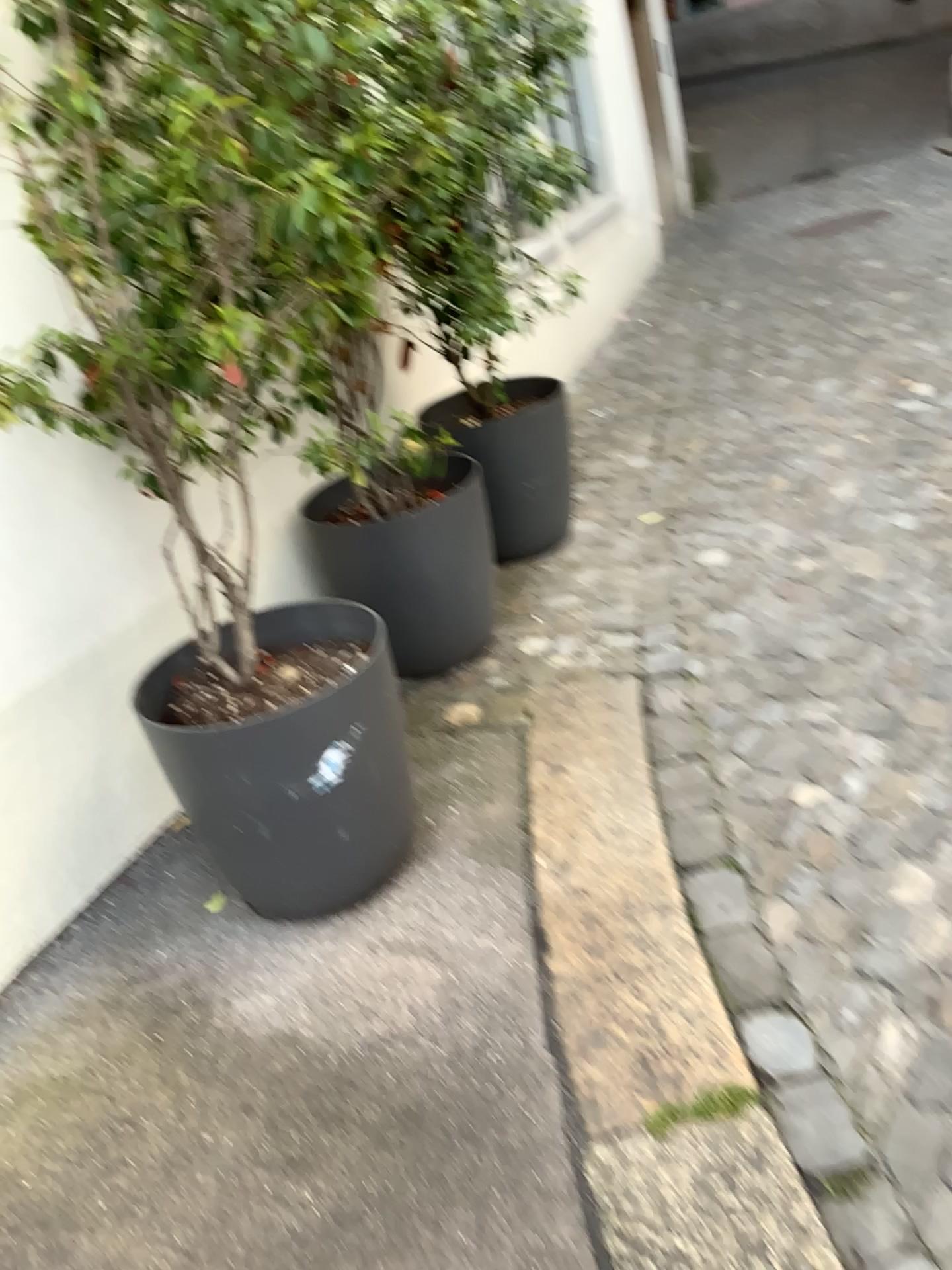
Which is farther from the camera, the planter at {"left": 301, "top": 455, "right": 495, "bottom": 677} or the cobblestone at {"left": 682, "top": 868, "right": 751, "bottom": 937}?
the planter at {"left": 301, "top": 455, "right": 495, "bottom": 677}

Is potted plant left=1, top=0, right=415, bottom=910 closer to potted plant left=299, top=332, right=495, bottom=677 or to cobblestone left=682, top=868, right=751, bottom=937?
potted plant left=299, top=332, right=495, bottom=677

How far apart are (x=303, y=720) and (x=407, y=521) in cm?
A: 99

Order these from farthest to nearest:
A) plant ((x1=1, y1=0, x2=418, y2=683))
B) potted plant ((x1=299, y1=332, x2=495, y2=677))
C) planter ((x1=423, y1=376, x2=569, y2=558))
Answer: planter ((x1=423, y1=376, x2=569, y2=558)), potted plant ((x1=299, y1=332, x2=495, y2=677)), plant ((x1=1, y1=0, x2=418, y2=683))

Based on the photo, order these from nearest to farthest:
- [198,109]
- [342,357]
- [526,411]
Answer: [198,109], [342,357], [526,411]

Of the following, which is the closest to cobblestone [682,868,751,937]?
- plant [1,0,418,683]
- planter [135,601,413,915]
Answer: planter [135,601,413,915]

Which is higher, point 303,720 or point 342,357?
point 342,357

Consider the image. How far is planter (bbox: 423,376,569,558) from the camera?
3.6 meters

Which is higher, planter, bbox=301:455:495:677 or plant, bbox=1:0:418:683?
plant, bbox=1:0:418:683

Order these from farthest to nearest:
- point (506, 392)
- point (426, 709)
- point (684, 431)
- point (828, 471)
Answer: point (684, 431) < point (828, 471) < point (506, 392) < point (426, 709)
